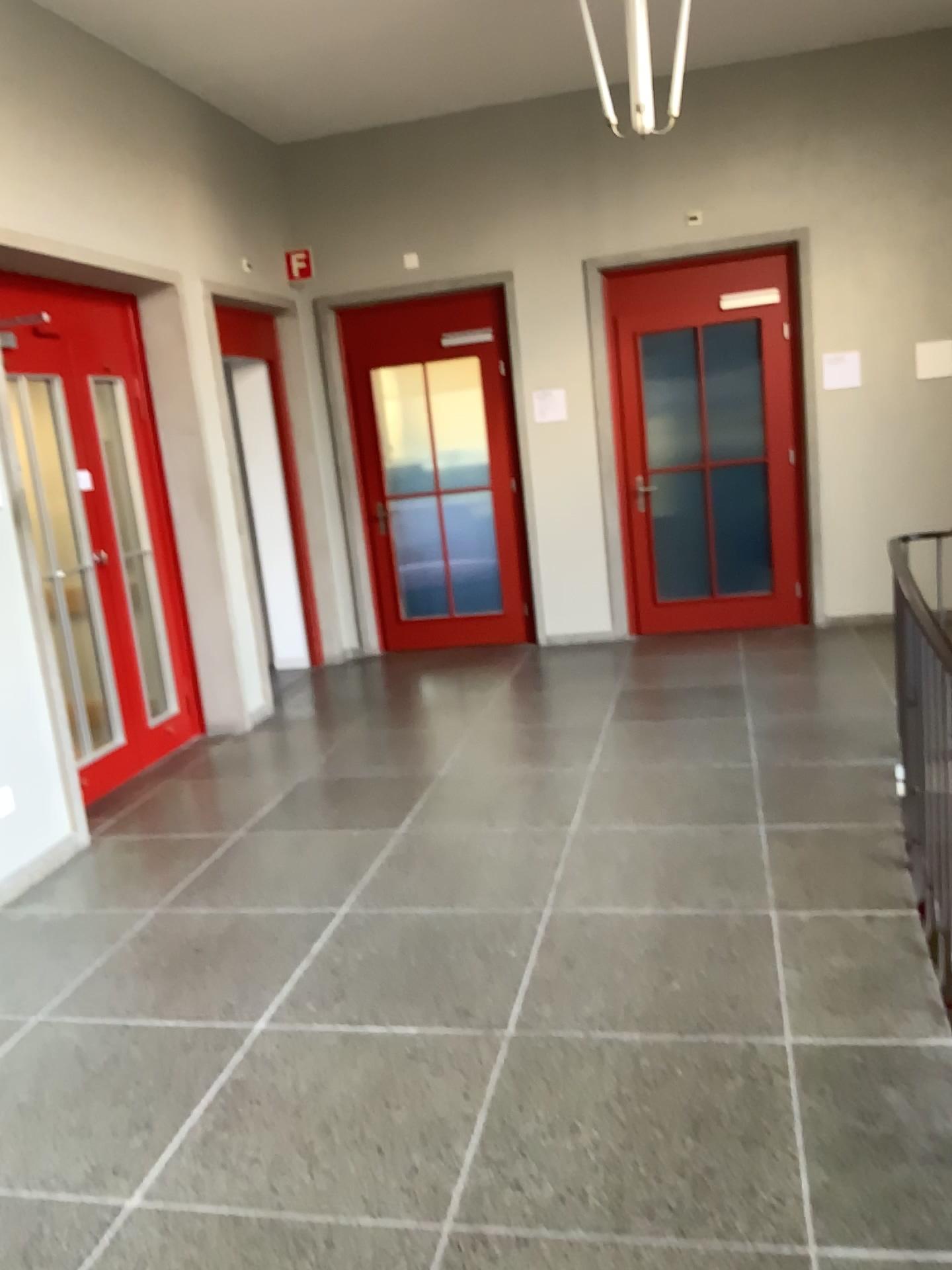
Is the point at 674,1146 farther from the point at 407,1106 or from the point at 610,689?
the point at 610,689
